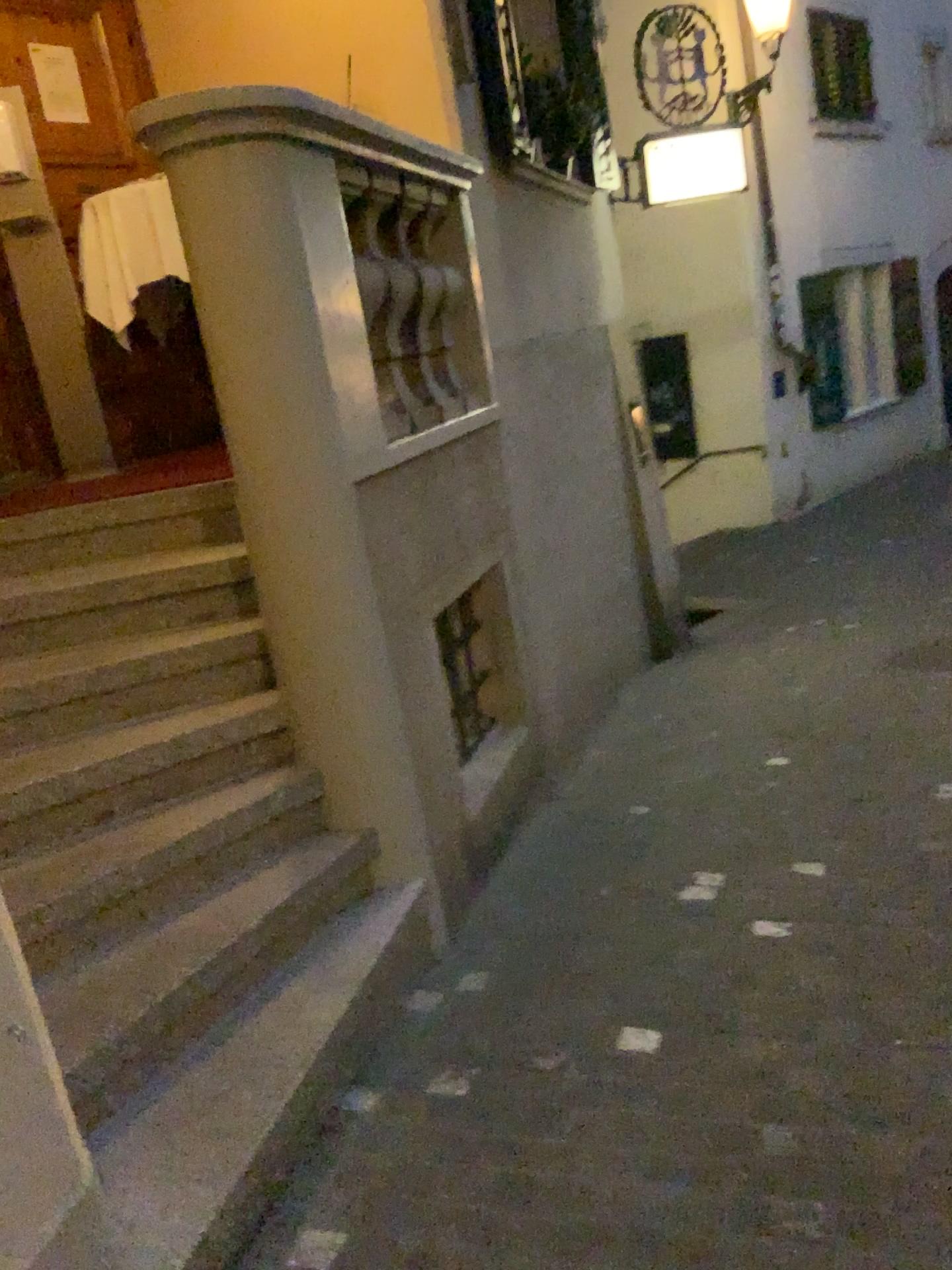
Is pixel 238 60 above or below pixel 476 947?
above

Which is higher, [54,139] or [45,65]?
[45,65]
